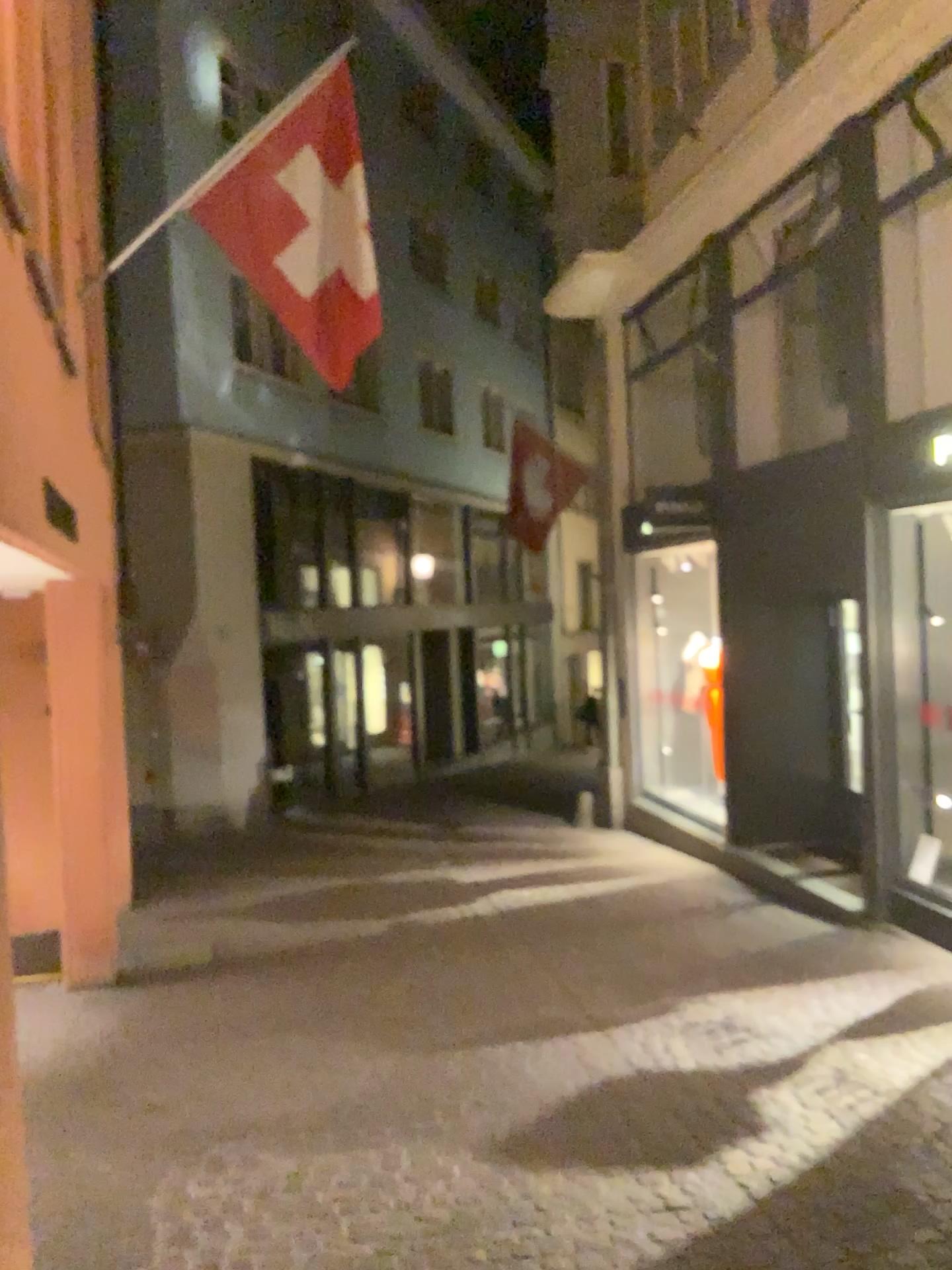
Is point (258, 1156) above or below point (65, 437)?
below
